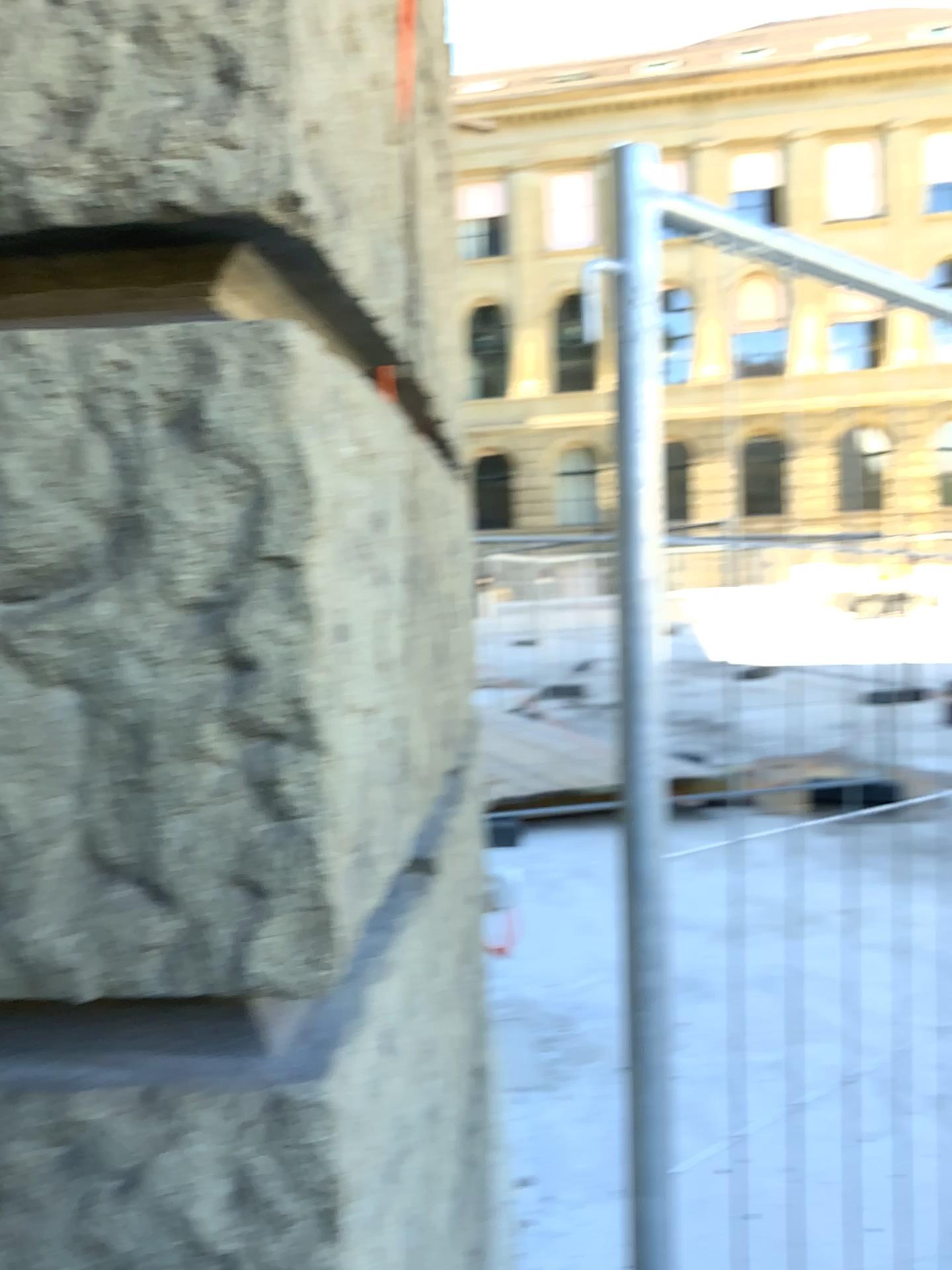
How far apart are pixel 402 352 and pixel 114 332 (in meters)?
0.56
